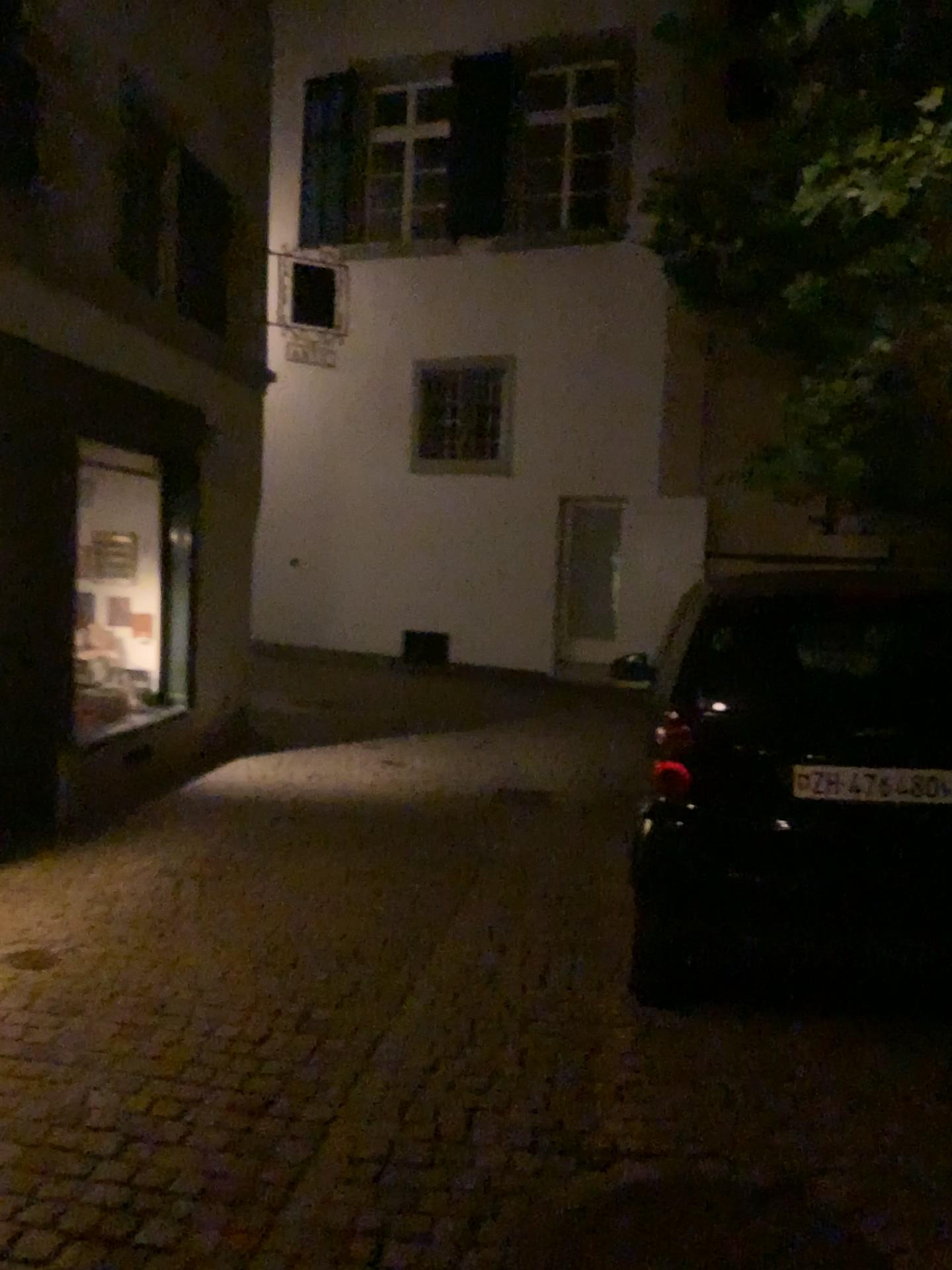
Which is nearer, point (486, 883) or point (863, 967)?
point (863, 967)
